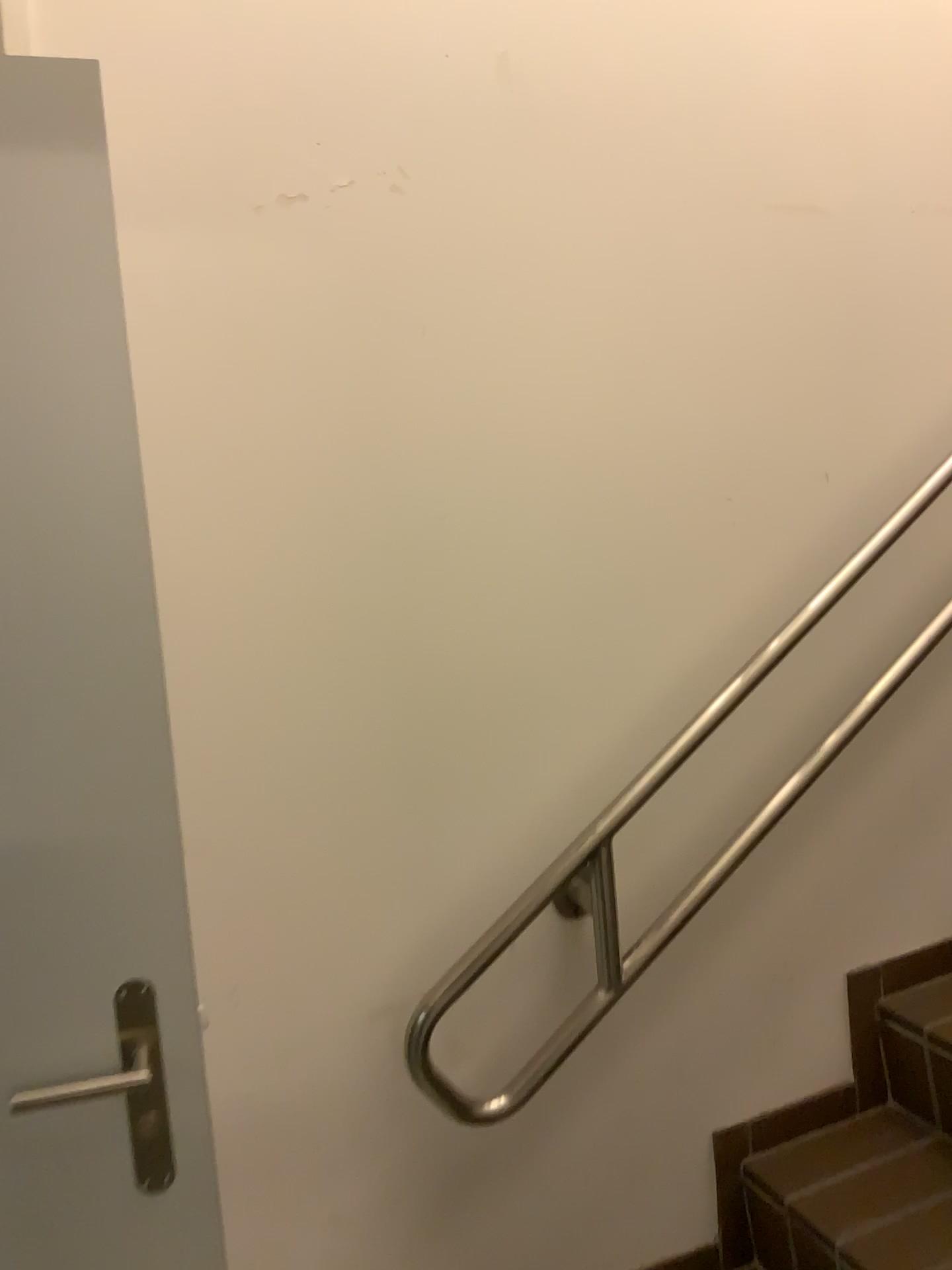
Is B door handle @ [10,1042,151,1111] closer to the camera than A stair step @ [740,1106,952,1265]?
Yes

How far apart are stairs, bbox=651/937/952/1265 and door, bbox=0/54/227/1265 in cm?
83

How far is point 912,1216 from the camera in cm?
144

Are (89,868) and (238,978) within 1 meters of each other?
yes

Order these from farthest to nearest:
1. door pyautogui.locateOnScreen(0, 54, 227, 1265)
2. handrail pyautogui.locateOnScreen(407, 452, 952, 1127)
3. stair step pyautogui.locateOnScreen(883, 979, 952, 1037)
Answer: stair step pyautogui.locateOnScreen(883, 979, 952, 1037), handrail pyautogui.locateOnScreen(407, 452, 952, 1127), door pyautogui.locateOnScreen(0, 54, 227, 1265)

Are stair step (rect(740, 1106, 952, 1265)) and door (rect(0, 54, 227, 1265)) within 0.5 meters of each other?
no

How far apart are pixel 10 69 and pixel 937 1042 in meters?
1.8 m

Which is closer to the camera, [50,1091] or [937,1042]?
[50,1091]

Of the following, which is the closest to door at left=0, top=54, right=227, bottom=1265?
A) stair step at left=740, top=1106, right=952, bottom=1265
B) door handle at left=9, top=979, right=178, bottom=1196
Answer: door handle at left=9, top=979, right=178, bottom=1196

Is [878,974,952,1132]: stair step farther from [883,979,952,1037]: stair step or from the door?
the door
